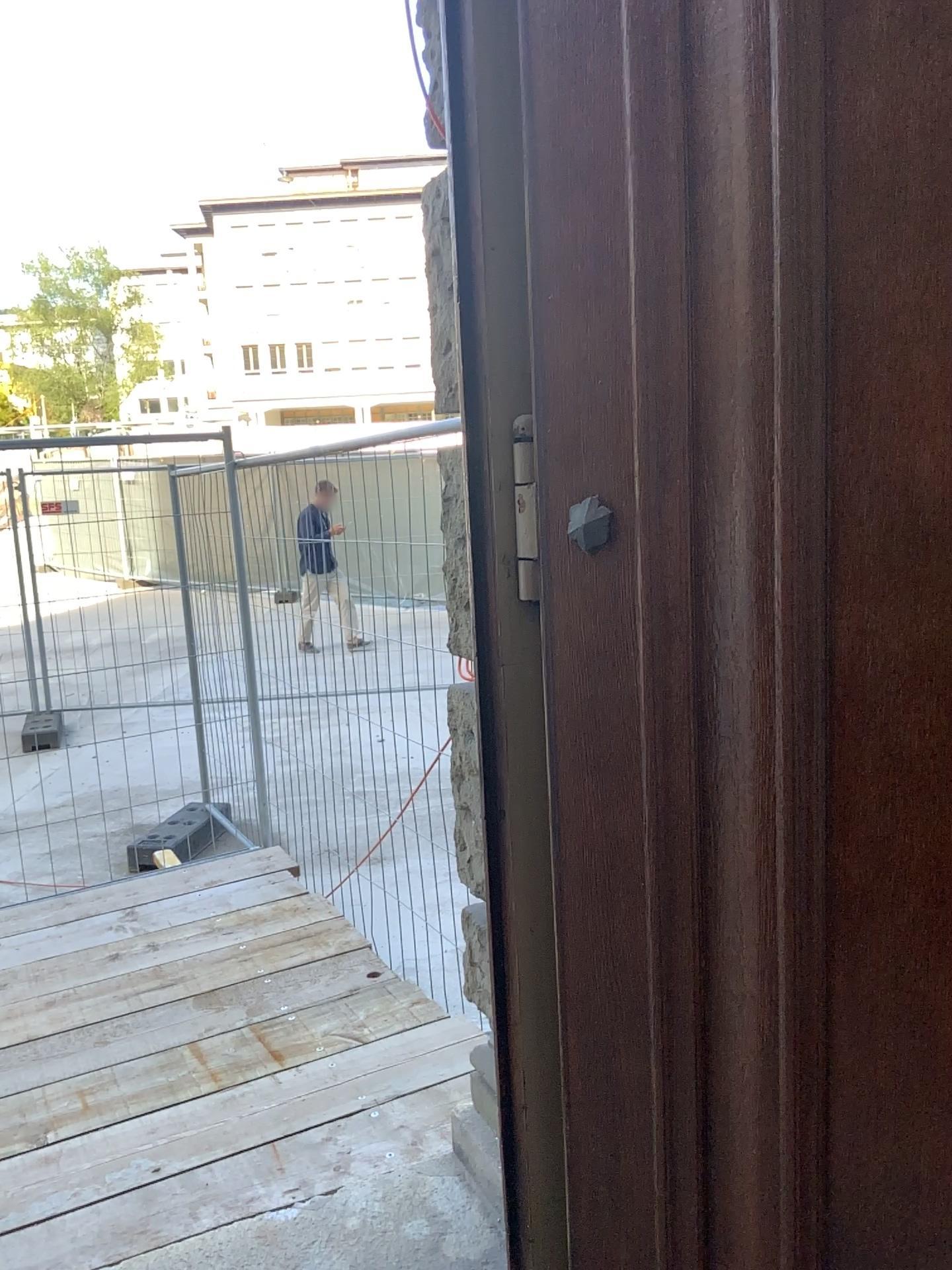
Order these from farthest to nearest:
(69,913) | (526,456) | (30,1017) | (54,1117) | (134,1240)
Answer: (69,913)
(30,1017)
(54,1117)
(134,1240)
(526,456)

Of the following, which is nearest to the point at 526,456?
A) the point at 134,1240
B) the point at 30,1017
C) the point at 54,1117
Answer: the point at 134,1240

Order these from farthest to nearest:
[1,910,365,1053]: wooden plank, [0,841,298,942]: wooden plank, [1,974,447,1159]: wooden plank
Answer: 1. [0,841,298,942]: wooden plank
2. [1,910,365,1053]: wooden plank
3. [1,974,447,1159]: wooden plank

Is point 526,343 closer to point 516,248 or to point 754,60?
point 516,248

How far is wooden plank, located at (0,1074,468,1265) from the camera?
2.2m

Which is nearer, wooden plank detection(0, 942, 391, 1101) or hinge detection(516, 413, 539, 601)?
hinge detection(516, 413, 539, 601)

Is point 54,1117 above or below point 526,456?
below

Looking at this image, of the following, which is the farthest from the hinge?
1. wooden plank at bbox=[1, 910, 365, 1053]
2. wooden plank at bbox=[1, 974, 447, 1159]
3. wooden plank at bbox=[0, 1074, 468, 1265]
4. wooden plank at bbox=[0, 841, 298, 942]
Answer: wooden plank at bbox=[0, 841, 298, 942]

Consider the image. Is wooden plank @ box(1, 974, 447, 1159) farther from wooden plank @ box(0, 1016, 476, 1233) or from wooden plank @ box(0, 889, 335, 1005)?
wooden plank @ box(0, 889, 335, 1005)

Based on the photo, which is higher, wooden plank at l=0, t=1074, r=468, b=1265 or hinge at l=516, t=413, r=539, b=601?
hinge at l=516, t=413, r=539, b=601
